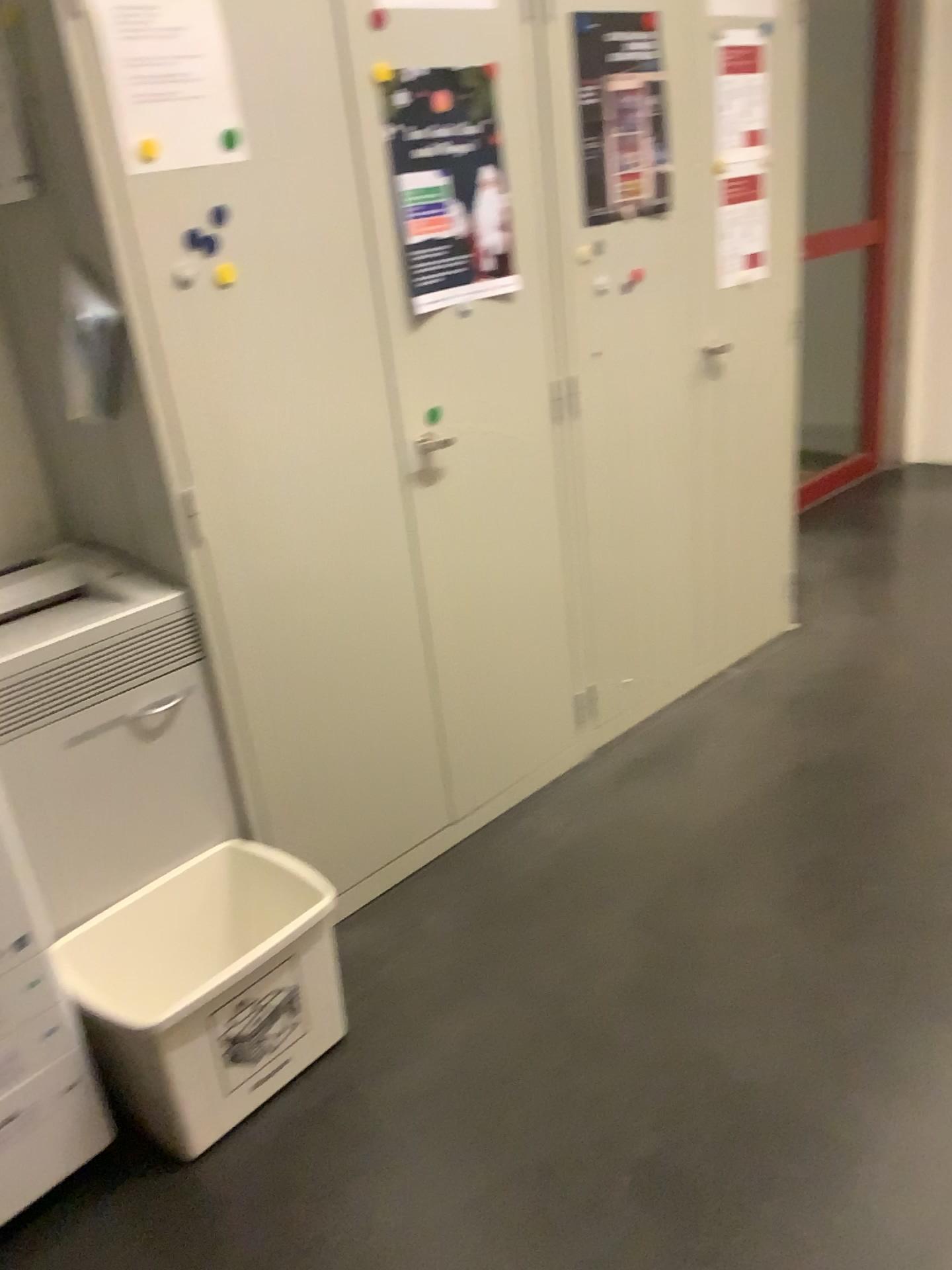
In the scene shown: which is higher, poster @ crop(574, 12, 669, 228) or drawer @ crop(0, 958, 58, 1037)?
poster @ crop(574, 12, 669, 228)

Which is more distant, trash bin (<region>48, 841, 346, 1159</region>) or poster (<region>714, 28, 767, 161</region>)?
poster (<region>714, 28, 767, 161</region>)

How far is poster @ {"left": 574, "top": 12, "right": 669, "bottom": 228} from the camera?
2.25m

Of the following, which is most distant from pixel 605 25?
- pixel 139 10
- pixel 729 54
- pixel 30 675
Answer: pixel 30 675

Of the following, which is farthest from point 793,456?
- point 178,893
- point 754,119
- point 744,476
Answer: point 178,893

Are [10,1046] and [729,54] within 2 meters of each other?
no

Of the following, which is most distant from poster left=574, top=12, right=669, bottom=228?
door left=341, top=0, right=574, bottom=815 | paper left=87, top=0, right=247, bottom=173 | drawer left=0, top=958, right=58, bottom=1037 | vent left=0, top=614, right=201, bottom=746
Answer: drawer left=0, top=958, right=58, bottom=1037

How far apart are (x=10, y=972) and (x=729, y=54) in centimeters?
256cm

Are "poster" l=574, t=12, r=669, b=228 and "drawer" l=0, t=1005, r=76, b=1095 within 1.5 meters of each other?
no

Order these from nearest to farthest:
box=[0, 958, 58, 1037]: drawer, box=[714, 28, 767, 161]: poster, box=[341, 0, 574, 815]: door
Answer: box=[0, 958, 58, 1037]: drawer, box=[341, 0, 574, 815]: door, box=[714, 28, 767, 161]: poster
